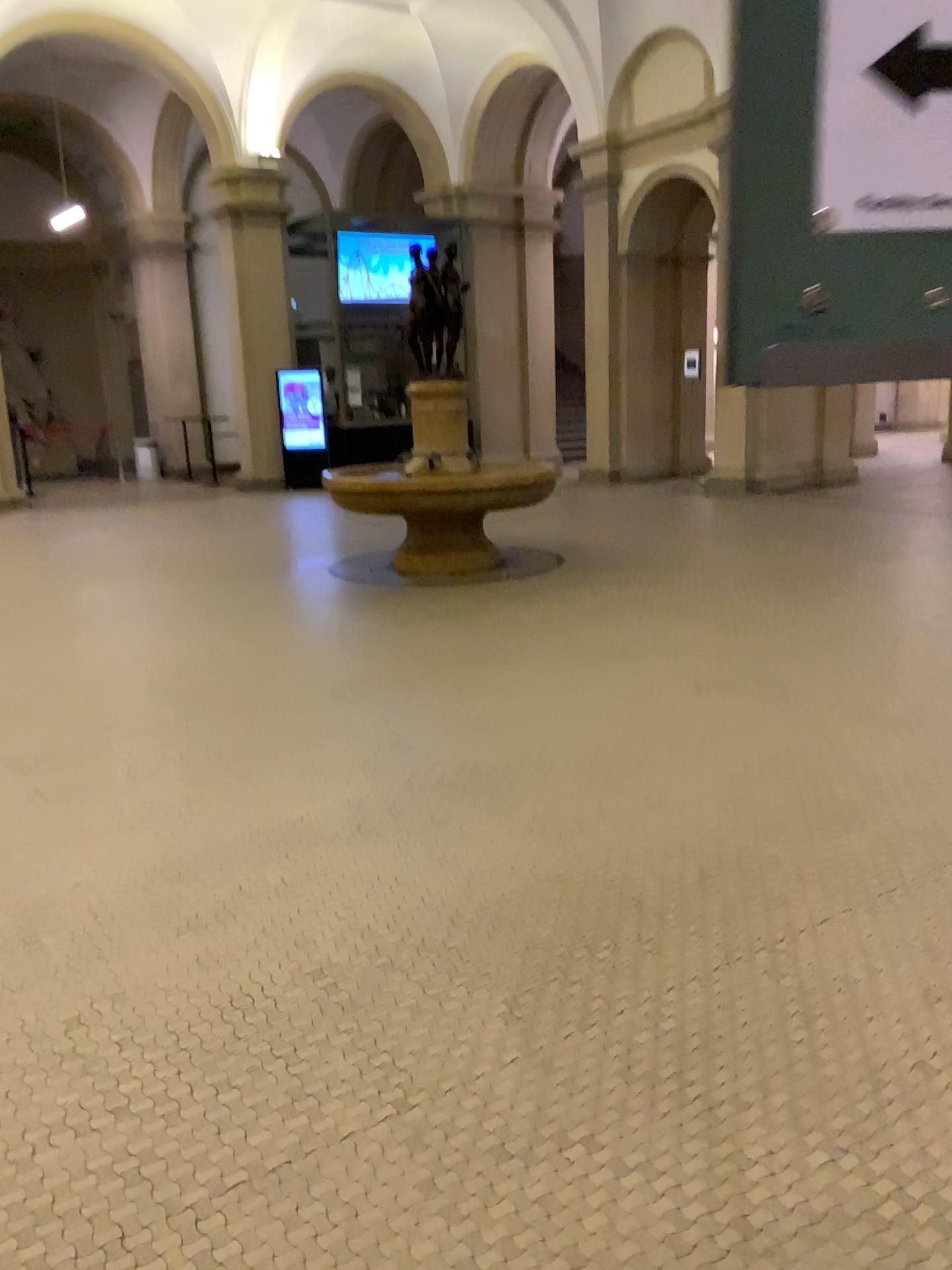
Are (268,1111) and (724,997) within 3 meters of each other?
yes
